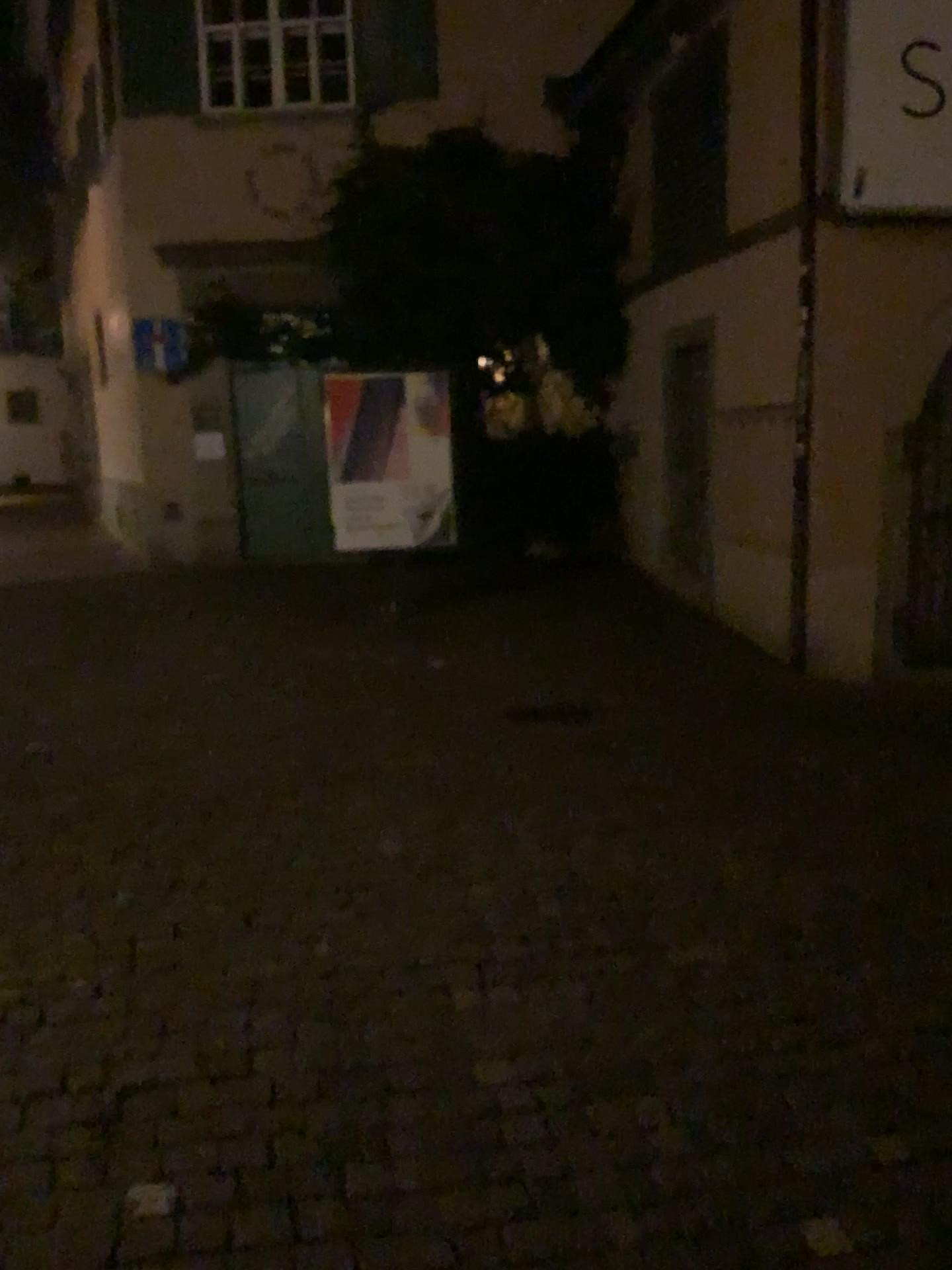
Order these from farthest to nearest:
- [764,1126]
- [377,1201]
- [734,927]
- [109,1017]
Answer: [734,927] < [109,1017] < [764,1126] < [377,1201]
